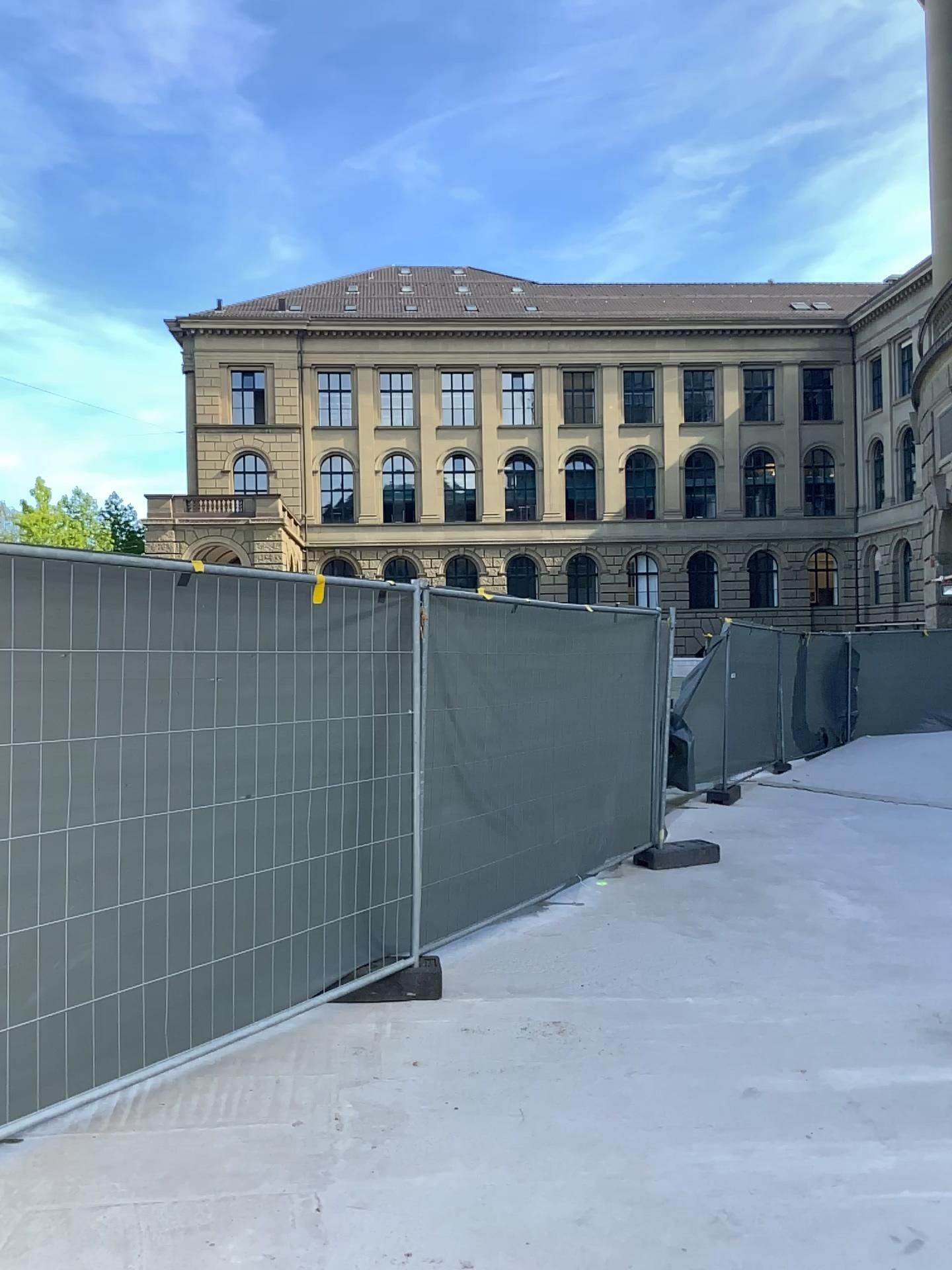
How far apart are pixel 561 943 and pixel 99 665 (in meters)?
3.10
